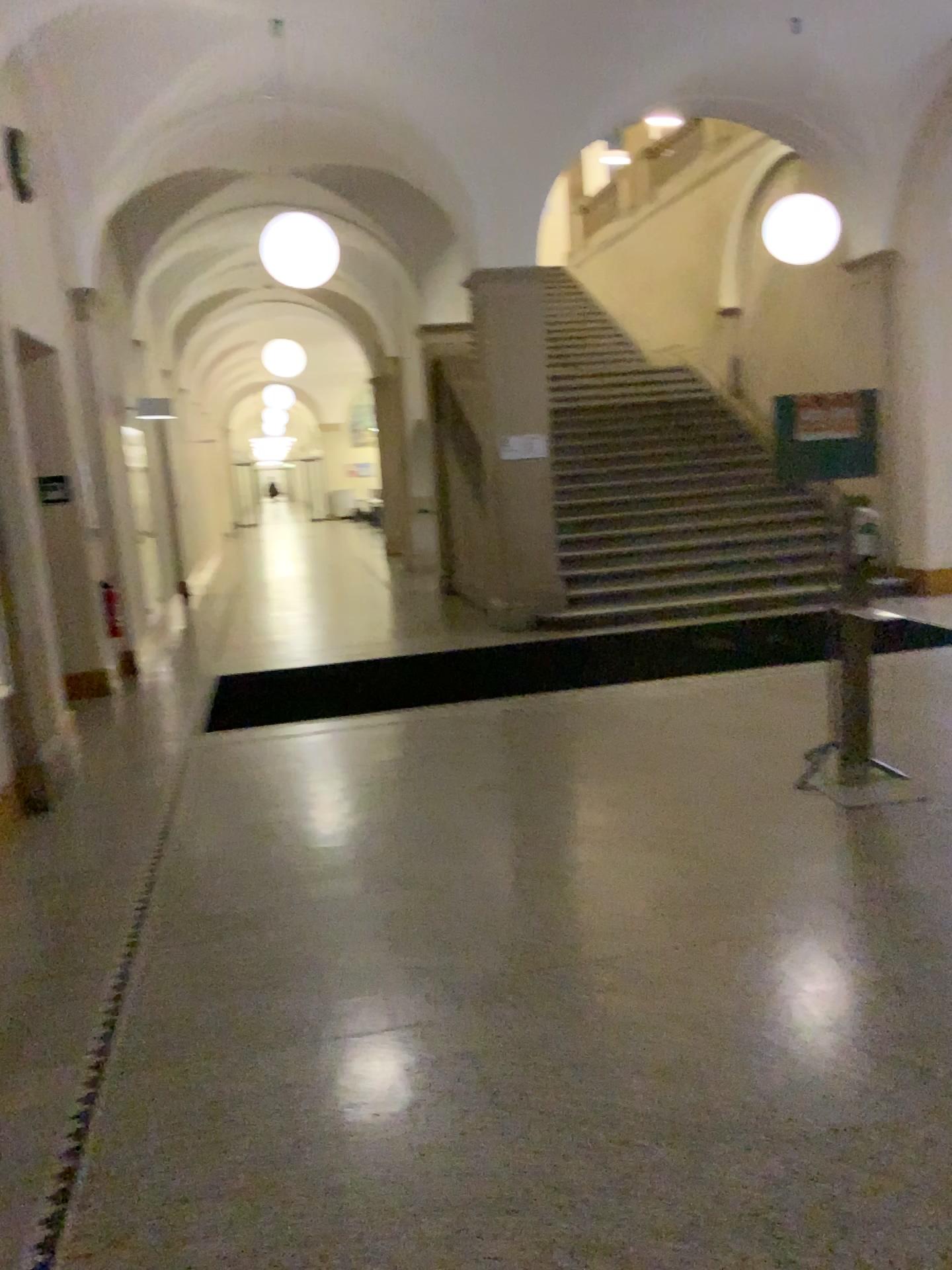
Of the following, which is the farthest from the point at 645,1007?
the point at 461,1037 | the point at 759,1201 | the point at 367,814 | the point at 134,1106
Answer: the point at 367,814
